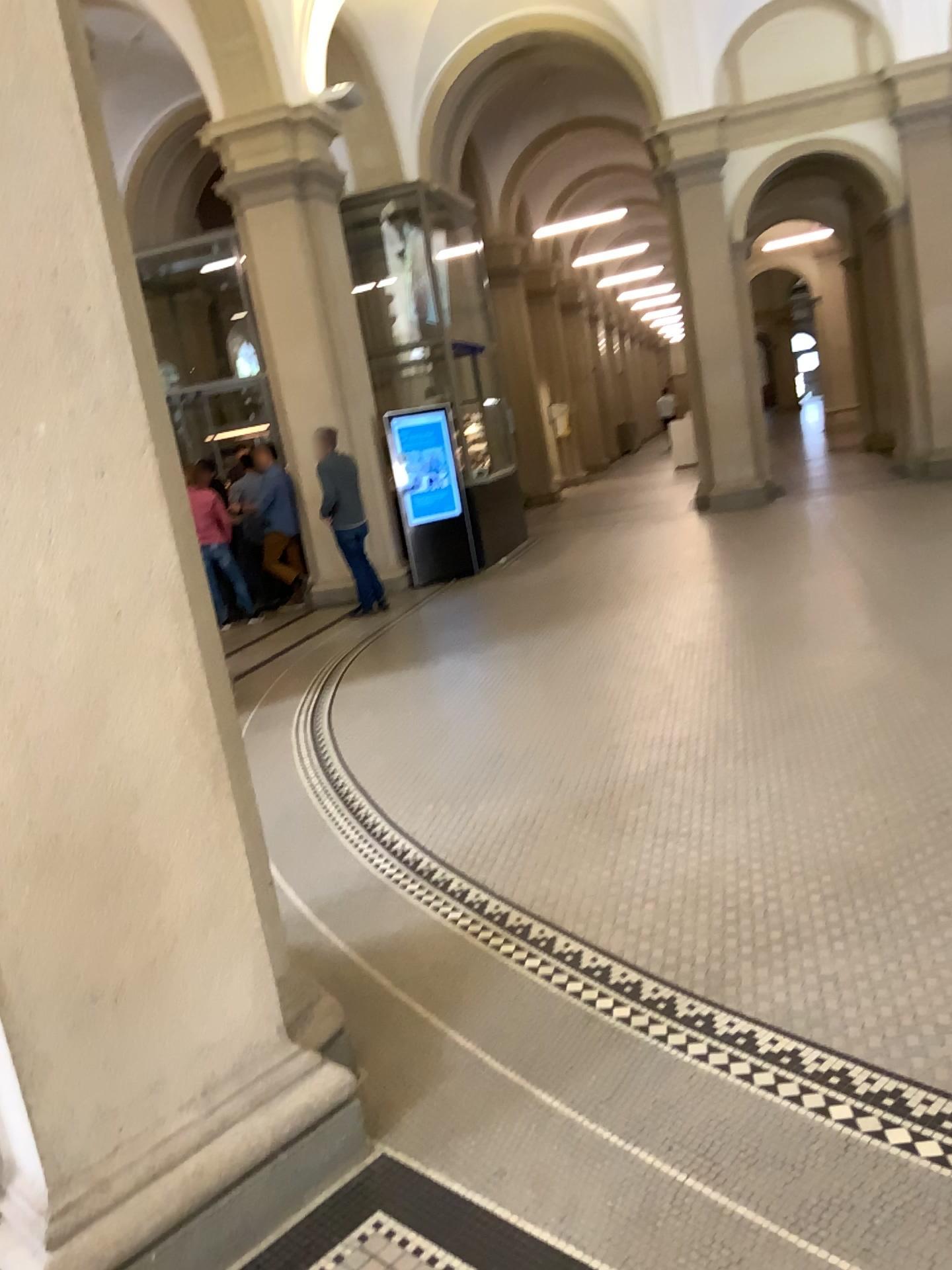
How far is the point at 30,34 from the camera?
1.85m

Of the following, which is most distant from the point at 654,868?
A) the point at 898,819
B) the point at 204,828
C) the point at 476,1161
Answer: the point at 204,828

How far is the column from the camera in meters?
1.8
